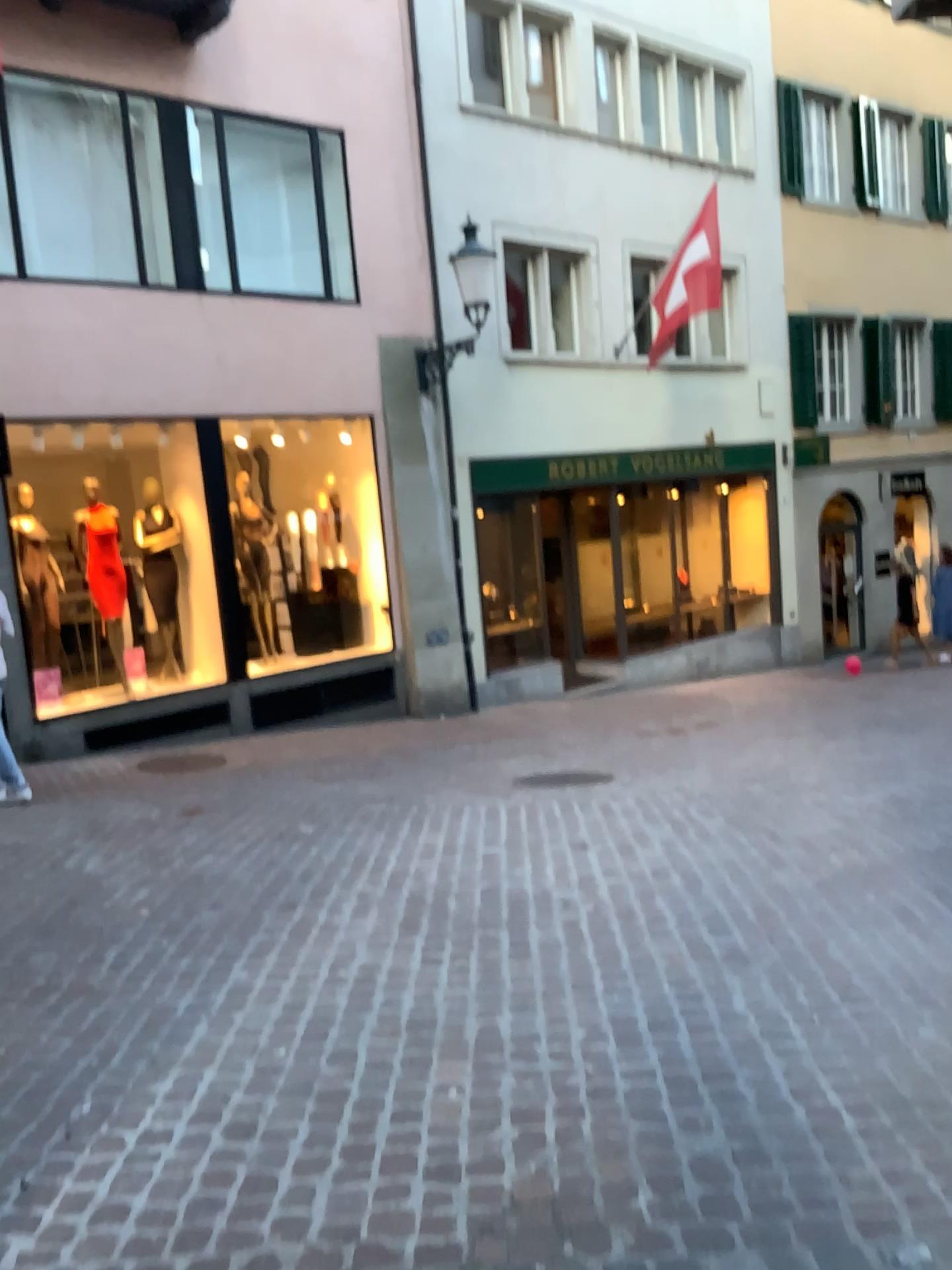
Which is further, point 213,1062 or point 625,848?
point 625,848
